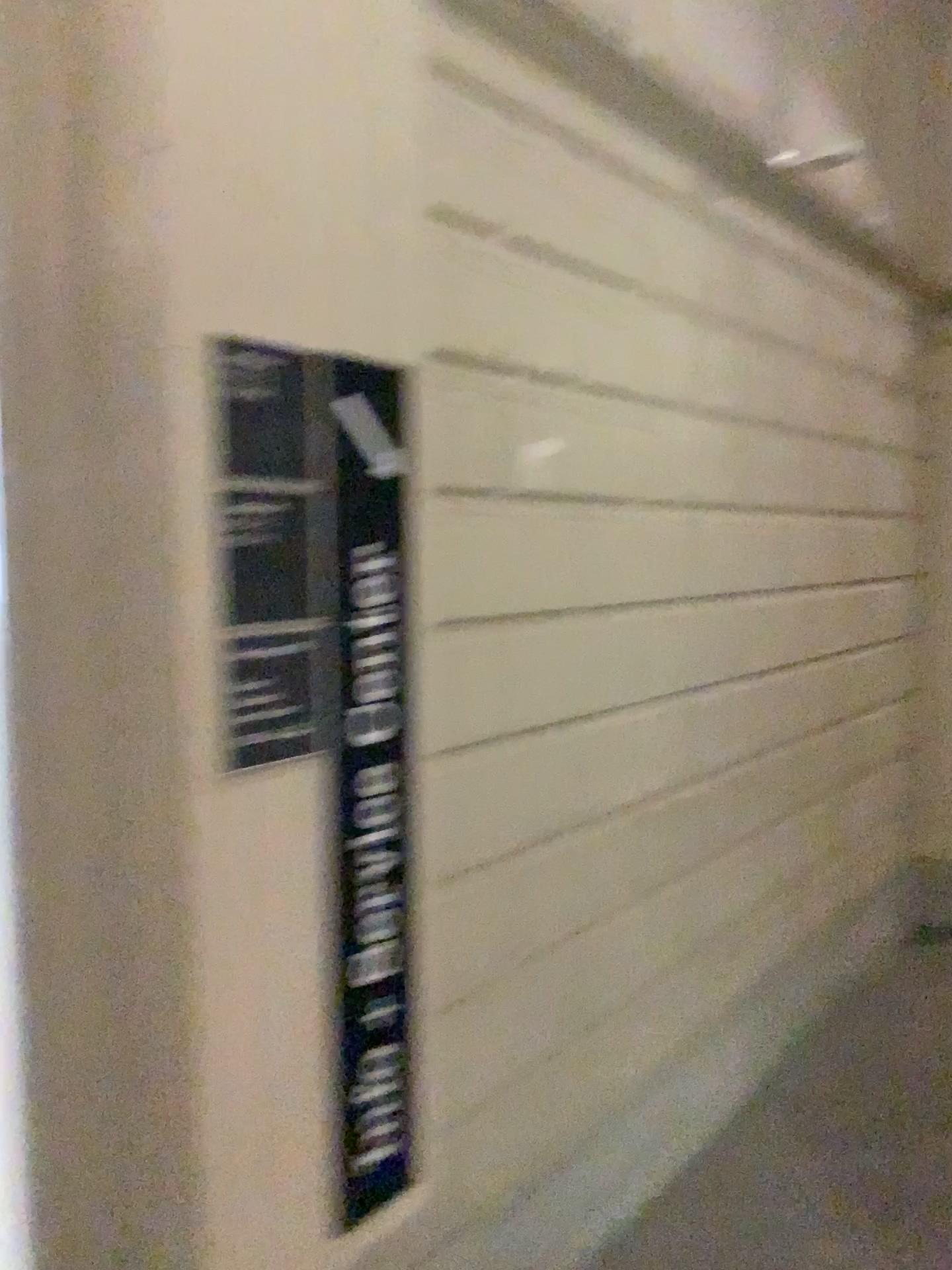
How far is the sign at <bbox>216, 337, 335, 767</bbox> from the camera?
1.6m

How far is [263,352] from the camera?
1.59m

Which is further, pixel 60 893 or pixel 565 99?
pixel 565 99

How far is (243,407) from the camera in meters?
1.6 m

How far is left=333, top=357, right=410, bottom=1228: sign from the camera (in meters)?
1.75

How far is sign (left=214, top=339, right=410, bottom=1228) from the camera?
1.59m

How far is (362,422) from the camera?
1.75m
